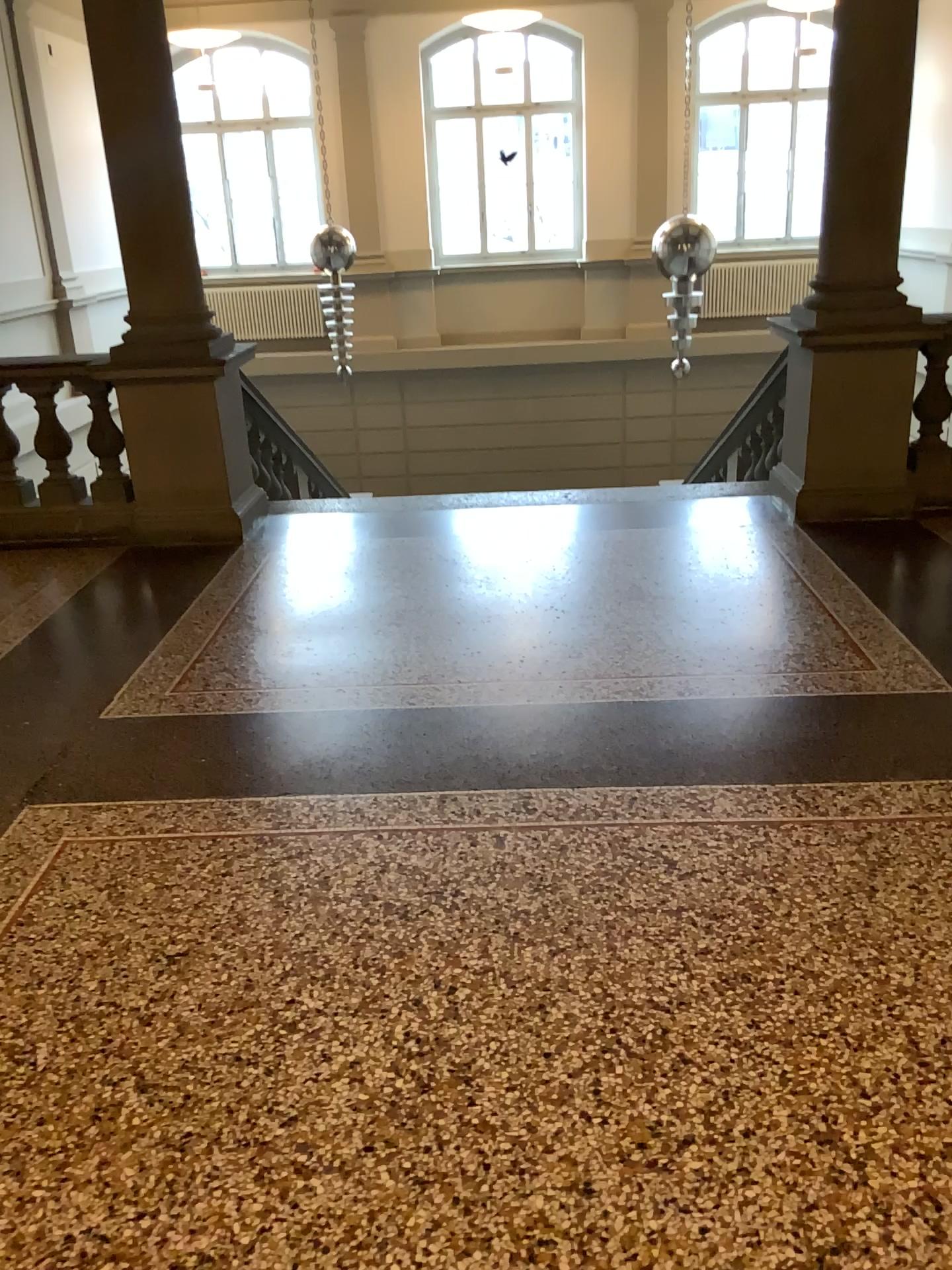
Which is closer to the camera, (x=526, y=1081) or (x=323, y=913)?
(x=526, y=1081)
